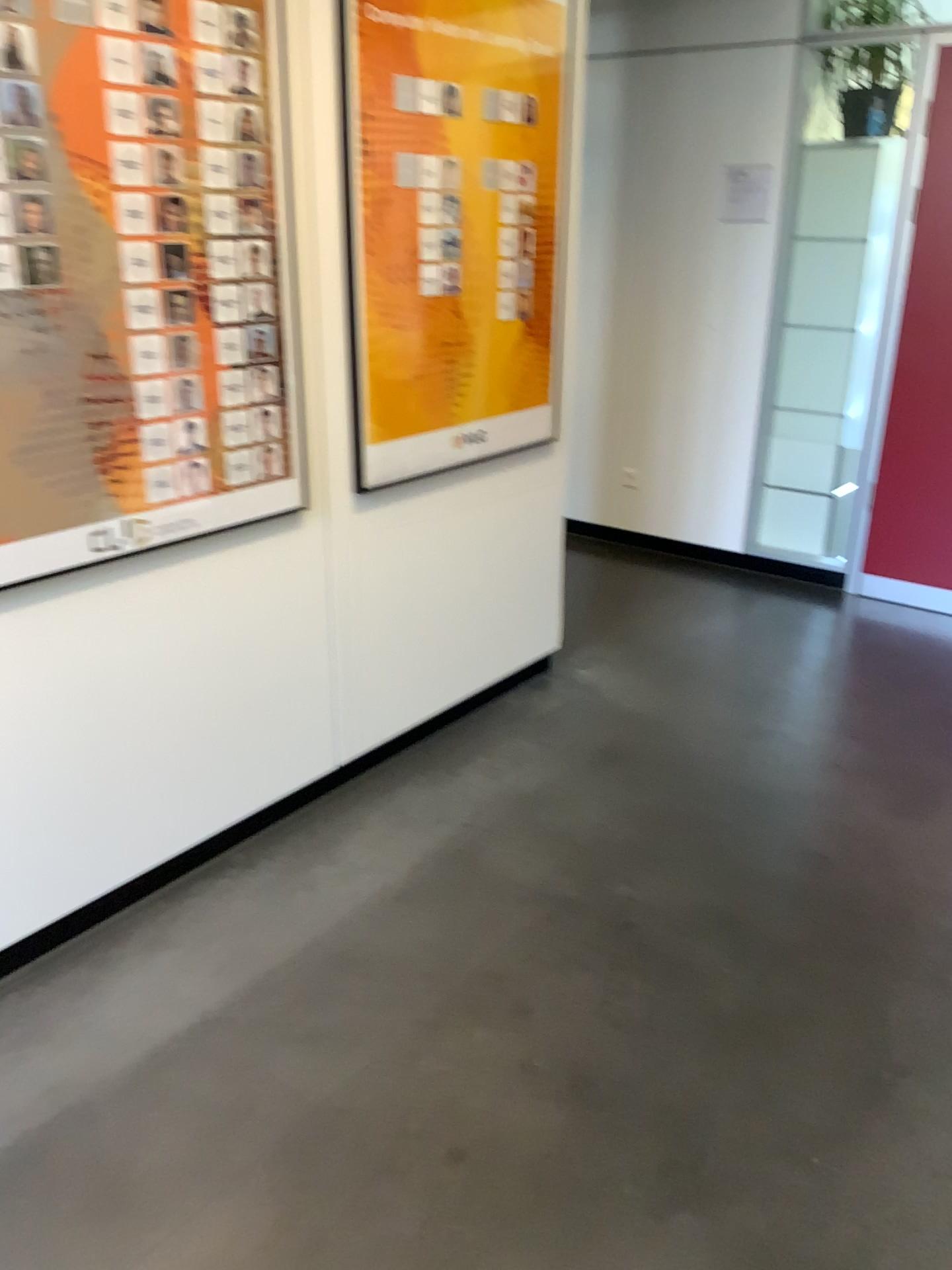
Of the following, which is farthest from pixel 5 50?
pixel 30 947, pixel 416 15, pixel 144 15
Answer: pixel 30 947

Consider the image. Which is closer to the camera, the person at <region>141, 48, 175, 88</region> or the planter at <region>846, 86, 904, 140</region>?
the person at <region>141, 48, 175, 88</region>

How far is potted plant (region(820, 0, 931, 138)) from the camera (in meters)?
4.17

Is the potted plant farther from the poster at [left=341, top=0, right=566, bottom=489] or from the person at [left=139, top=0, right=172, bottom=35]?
the person at [left=139, top=0, right=172, bottom=35]

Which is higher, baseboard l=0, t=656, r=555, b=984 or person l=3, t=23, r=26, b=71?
person l=3, t=23, r=26, b=71

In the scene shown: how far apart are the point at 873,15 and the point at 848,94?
0.3m

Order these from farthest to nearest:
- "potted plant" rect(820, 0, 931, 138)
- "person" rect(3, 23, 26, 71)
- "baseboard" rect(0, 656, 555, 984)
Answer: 1. "potted plant" rect(820, 0, 931, 138)
2. "baseboard" rect(0, 656, 555, 984)
3. "person" rect(3, 23, 26, 71)

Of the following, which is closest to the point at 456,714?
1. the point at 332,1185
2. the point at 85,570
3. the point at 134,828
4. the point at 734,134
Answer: the point at 134,828

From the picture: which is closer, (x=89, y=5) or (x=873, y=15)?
(x=89, y=5)

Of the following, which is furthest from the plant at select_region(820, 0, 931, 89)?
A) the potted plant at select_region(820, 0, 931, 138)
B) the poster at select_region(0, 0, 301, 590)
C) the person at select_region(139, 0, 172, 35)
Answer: the person at select_region(139, 0, 172, 35)
